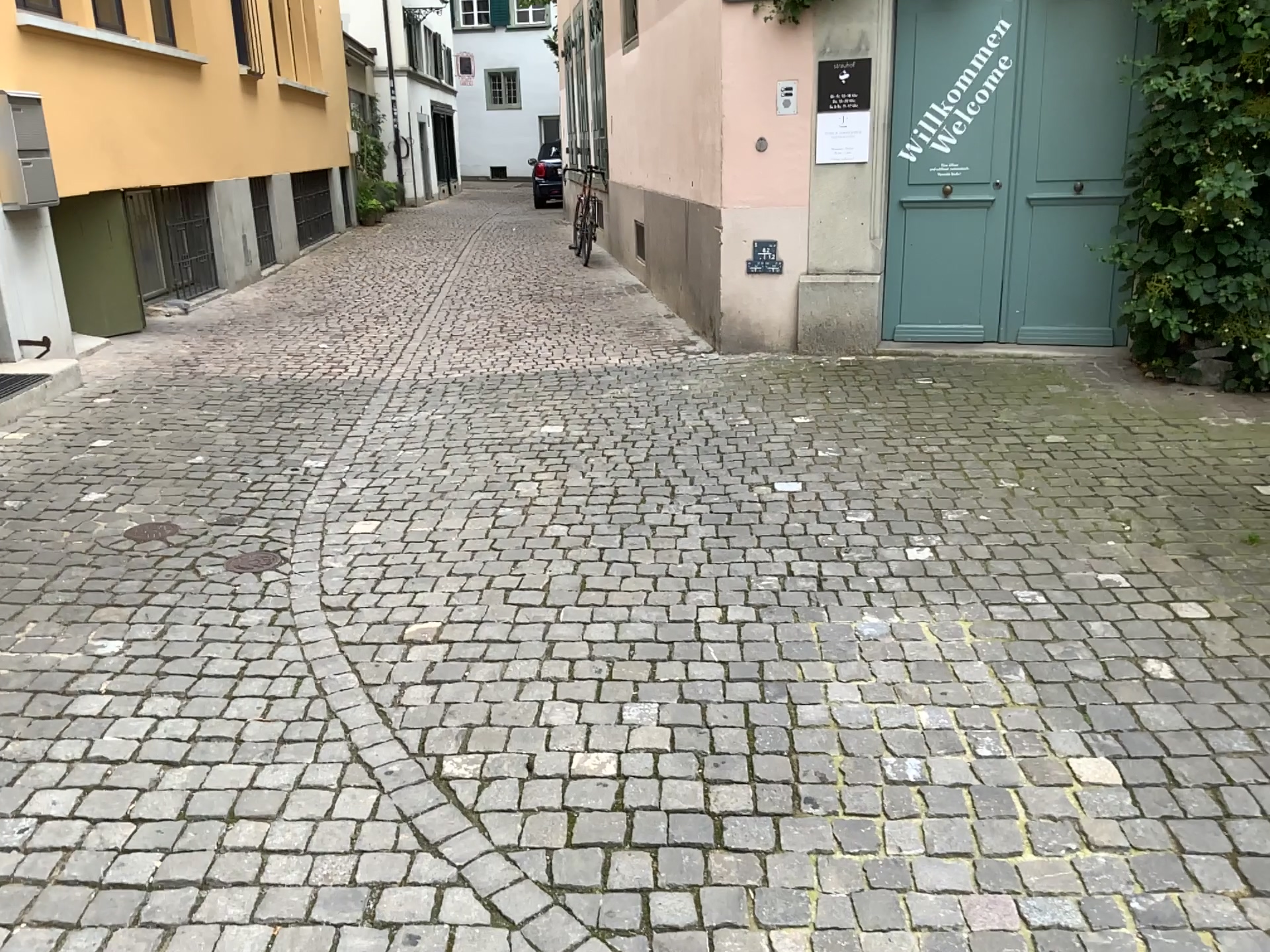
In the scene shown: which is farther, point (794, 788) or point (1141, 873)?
point (794, 788)
